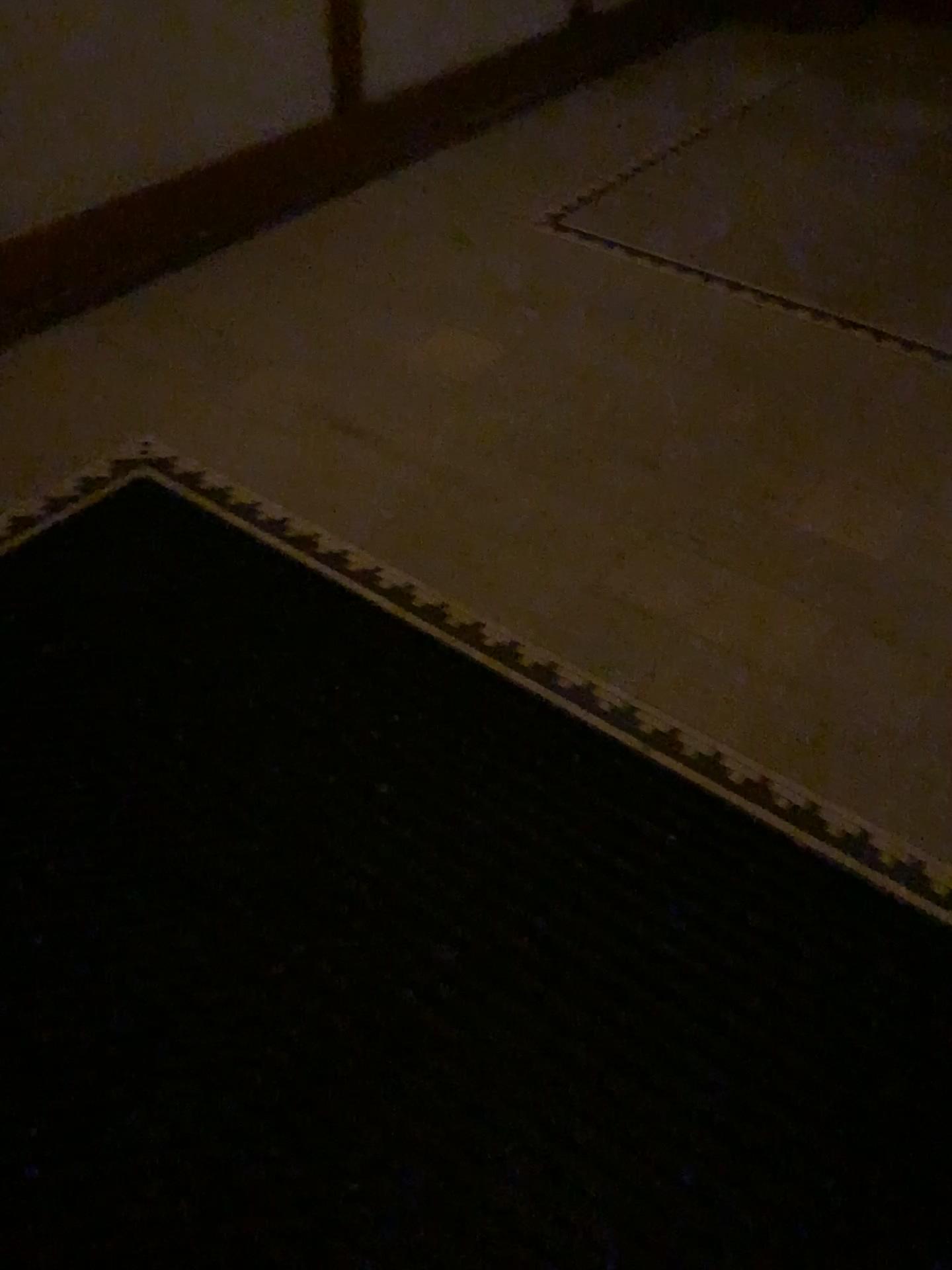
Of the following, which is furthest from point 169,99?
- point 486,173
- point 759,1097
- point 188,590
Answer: point 759,1097
